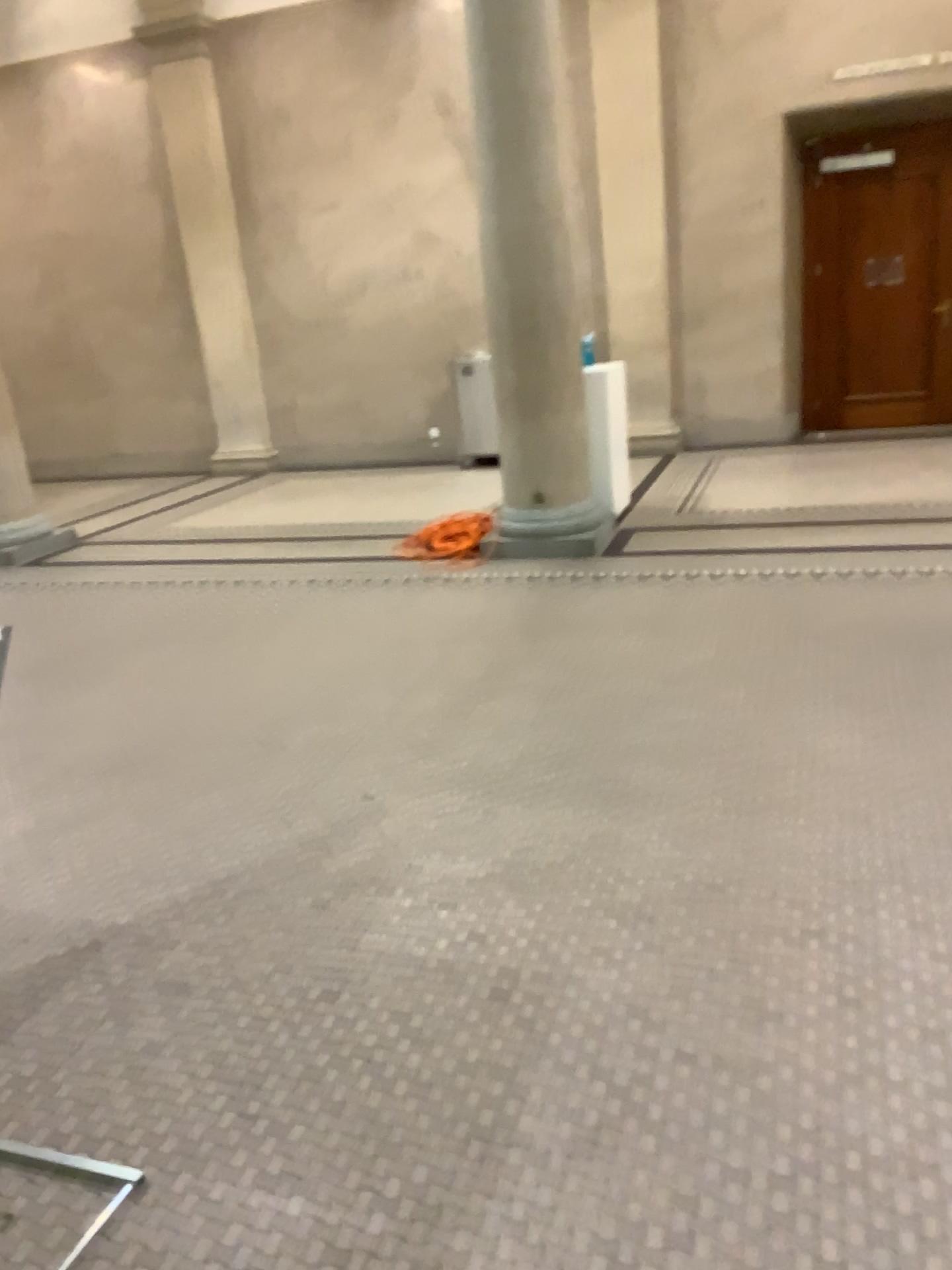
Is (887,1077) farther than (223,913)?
No
